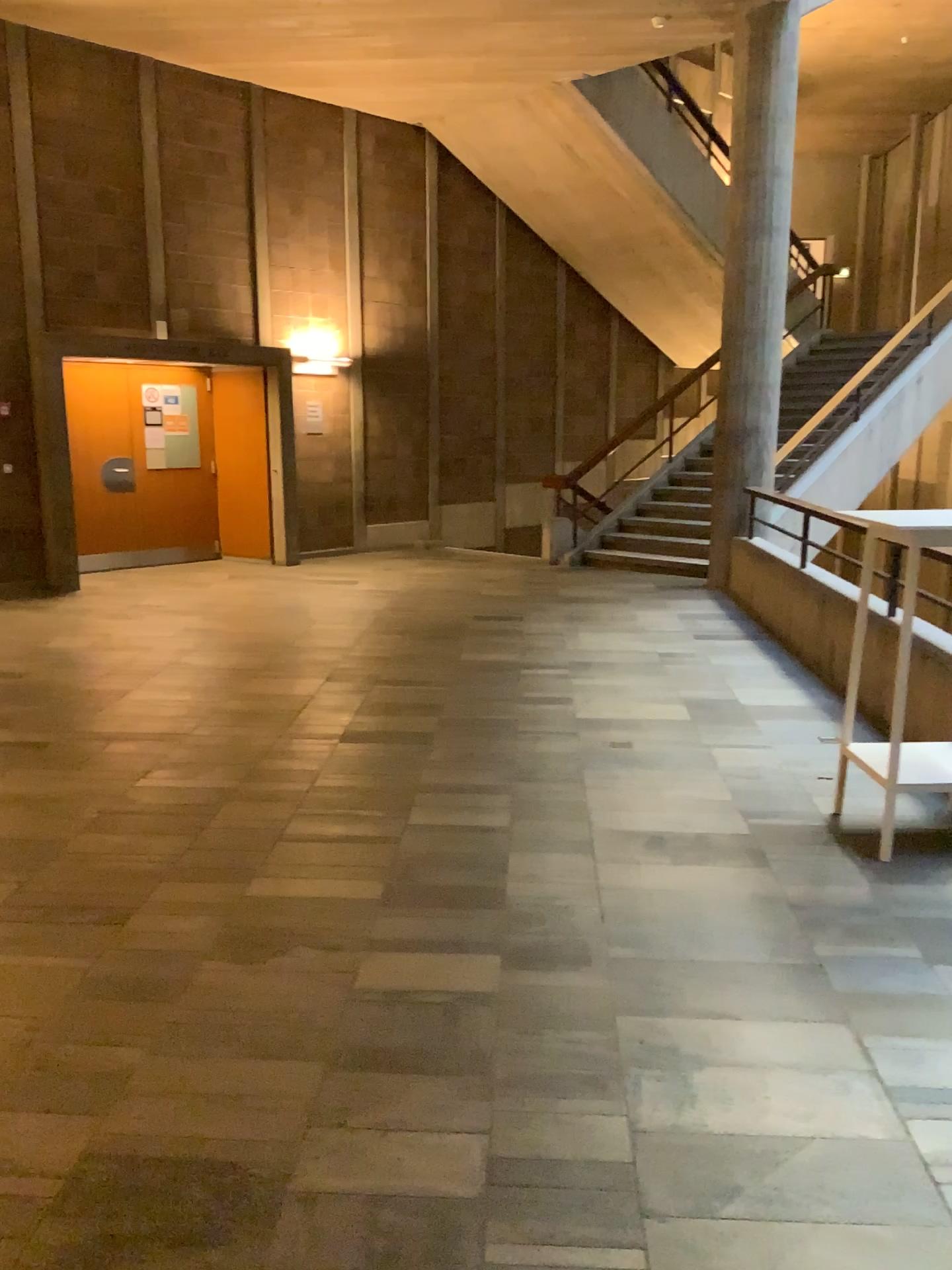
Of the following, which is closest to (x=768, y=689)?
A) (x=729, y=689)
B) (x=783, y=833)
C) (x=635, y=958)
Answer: (x=729, y=689)
